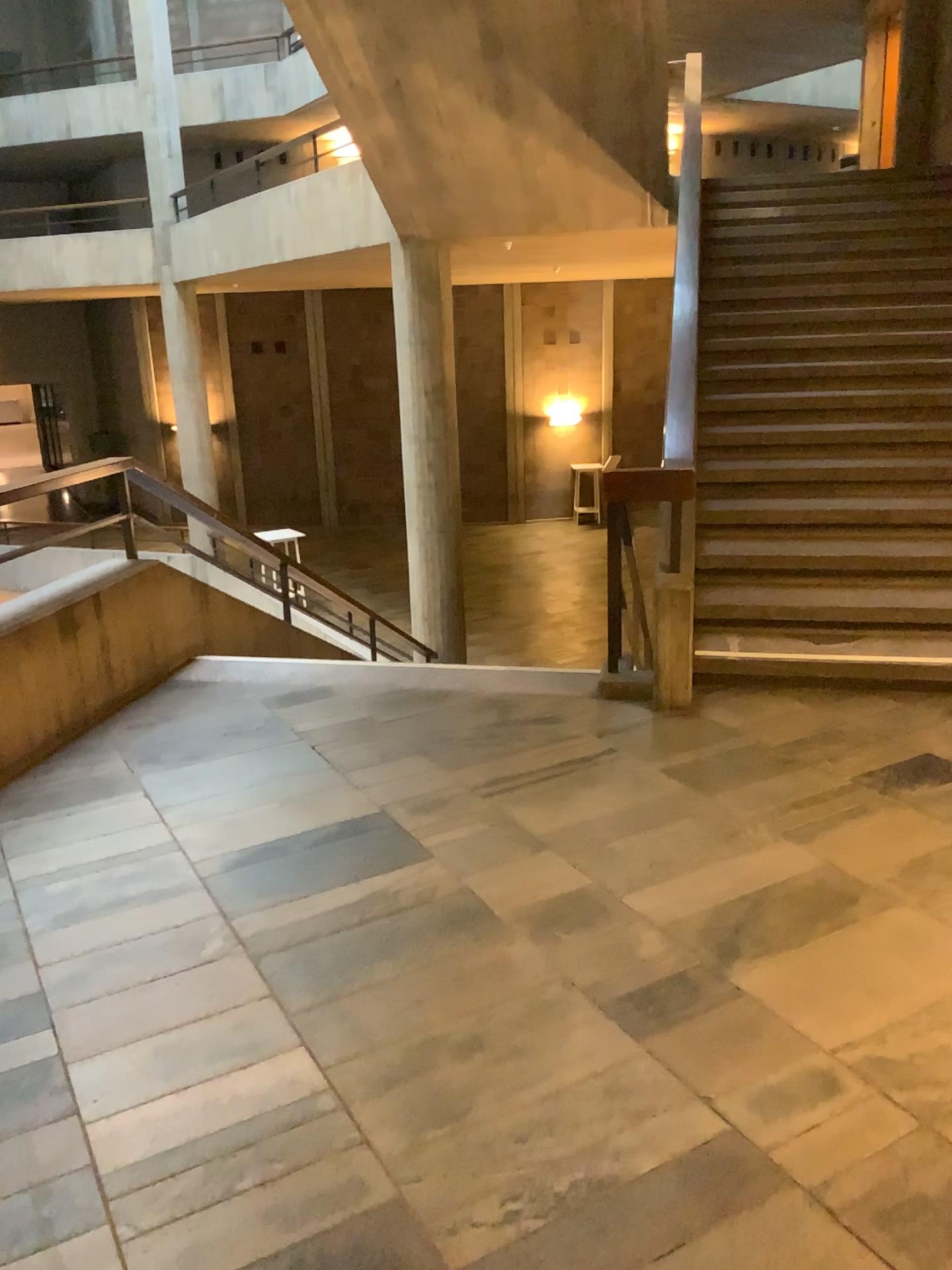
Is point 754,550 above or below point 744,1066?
above
